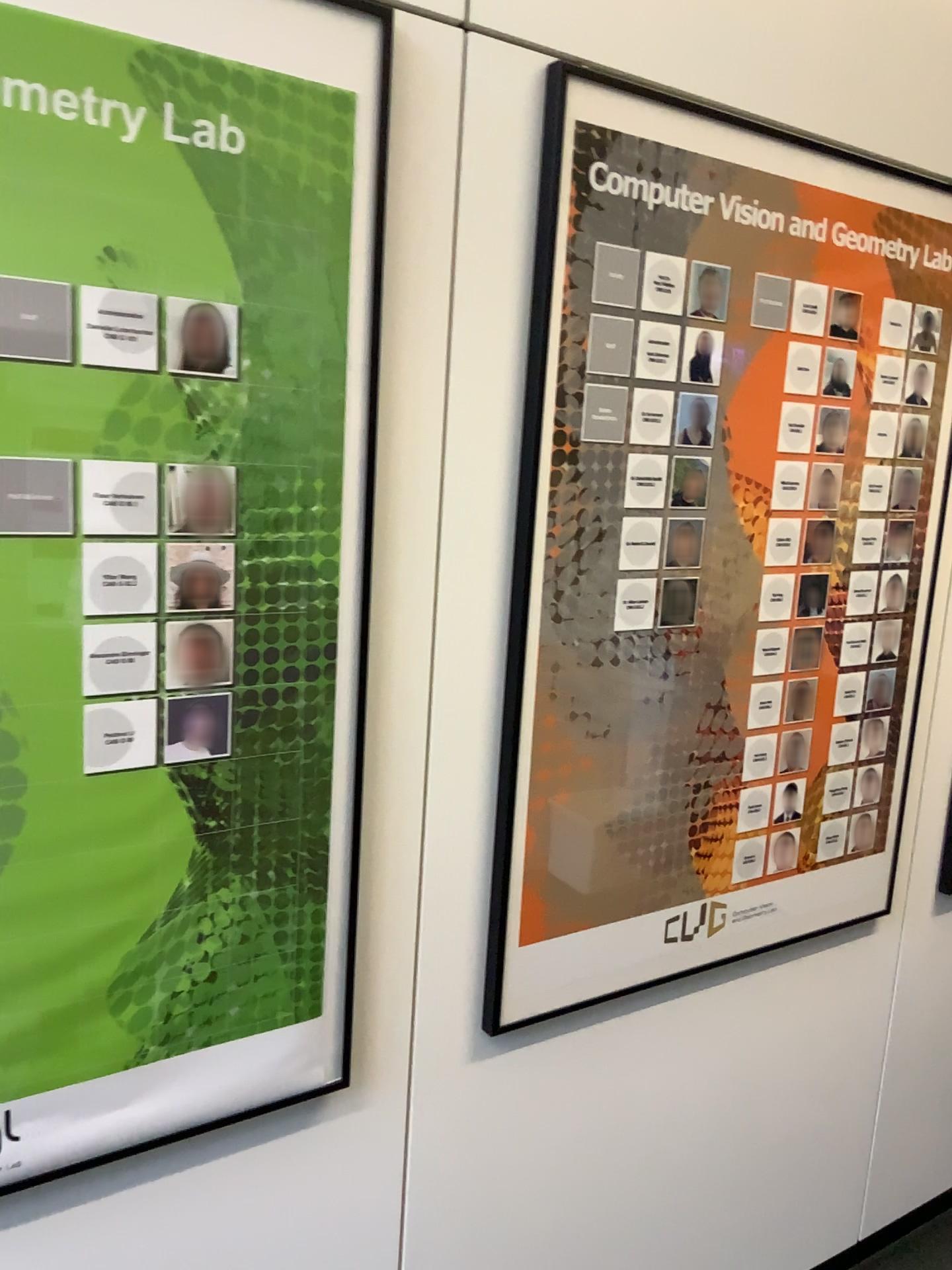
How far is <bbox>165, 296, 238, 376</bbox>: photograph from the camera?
1.1 meters

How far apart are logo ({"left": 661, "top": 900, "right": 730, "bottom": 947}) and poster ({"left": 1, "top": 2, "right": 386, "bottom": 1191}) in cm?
58

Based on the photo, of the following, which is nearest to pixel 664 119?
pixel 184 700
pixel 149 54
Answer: pixel 149 54

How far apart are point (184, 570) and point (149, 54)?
0.51m

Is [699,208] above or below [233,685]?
above

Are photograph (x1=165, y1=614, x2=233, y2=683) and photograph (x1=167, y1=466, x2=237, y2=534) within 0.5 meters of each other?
yes

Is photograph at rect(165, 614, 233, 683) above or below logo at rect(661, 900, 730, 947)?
above

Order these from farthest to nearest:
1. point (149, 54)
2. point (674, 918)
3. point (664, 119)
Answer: point (674, 918), point (664, 119), point (149, 54)

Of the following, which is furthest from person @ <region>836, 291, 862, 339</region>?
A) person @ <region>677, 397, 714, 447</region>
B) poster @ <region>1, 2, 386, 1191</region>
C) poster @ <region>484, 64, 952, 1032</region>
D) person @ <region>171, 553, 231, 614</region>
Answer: person @ <region>171, 553, 231, 614</region>

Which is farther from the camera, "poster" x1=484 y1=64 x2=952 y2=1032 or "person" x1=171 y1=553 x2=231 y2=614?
"poster" x1=484 y1=64 x2=952 y2=1032
